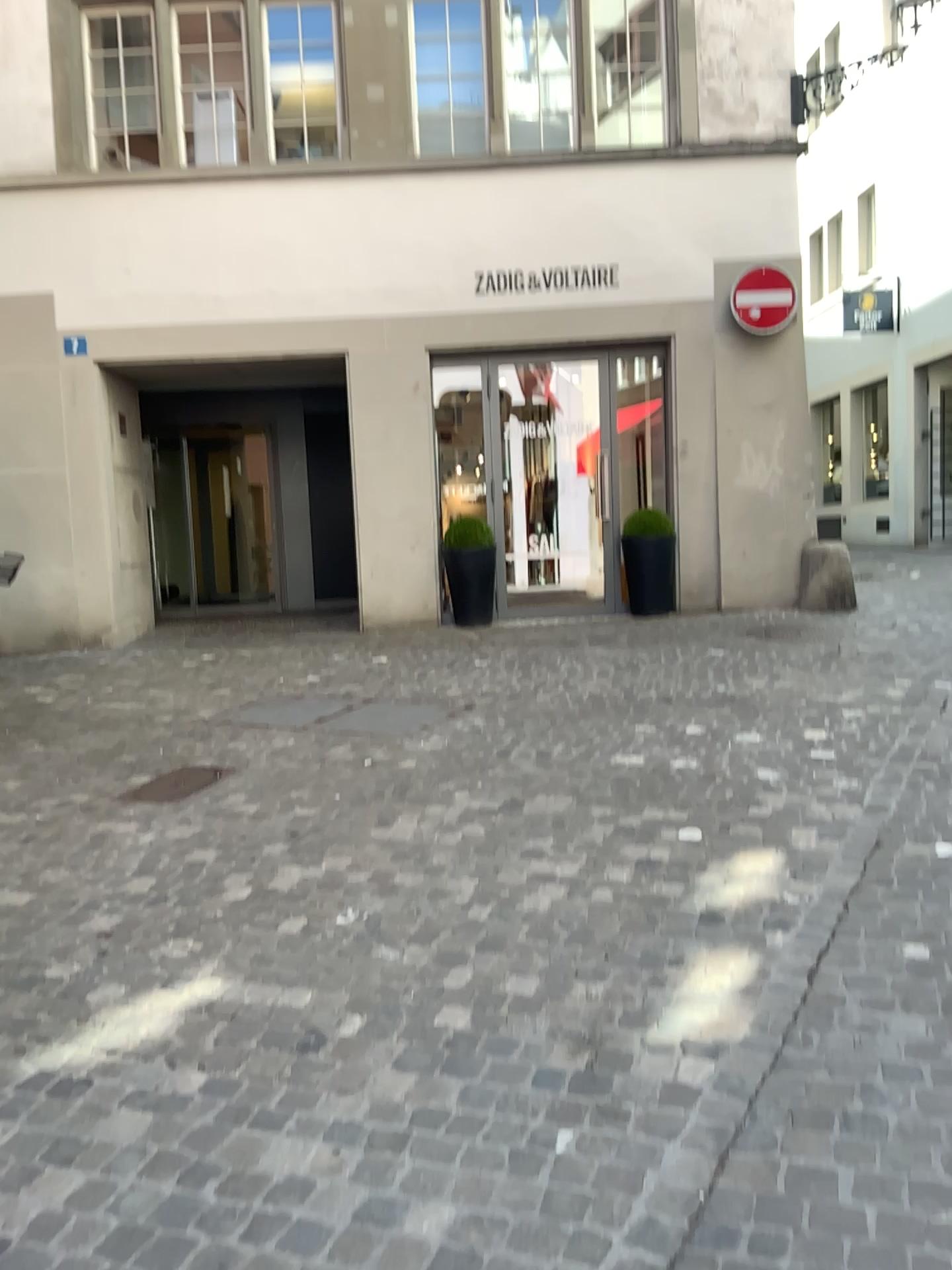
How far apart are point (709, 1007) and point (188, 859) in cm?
205
